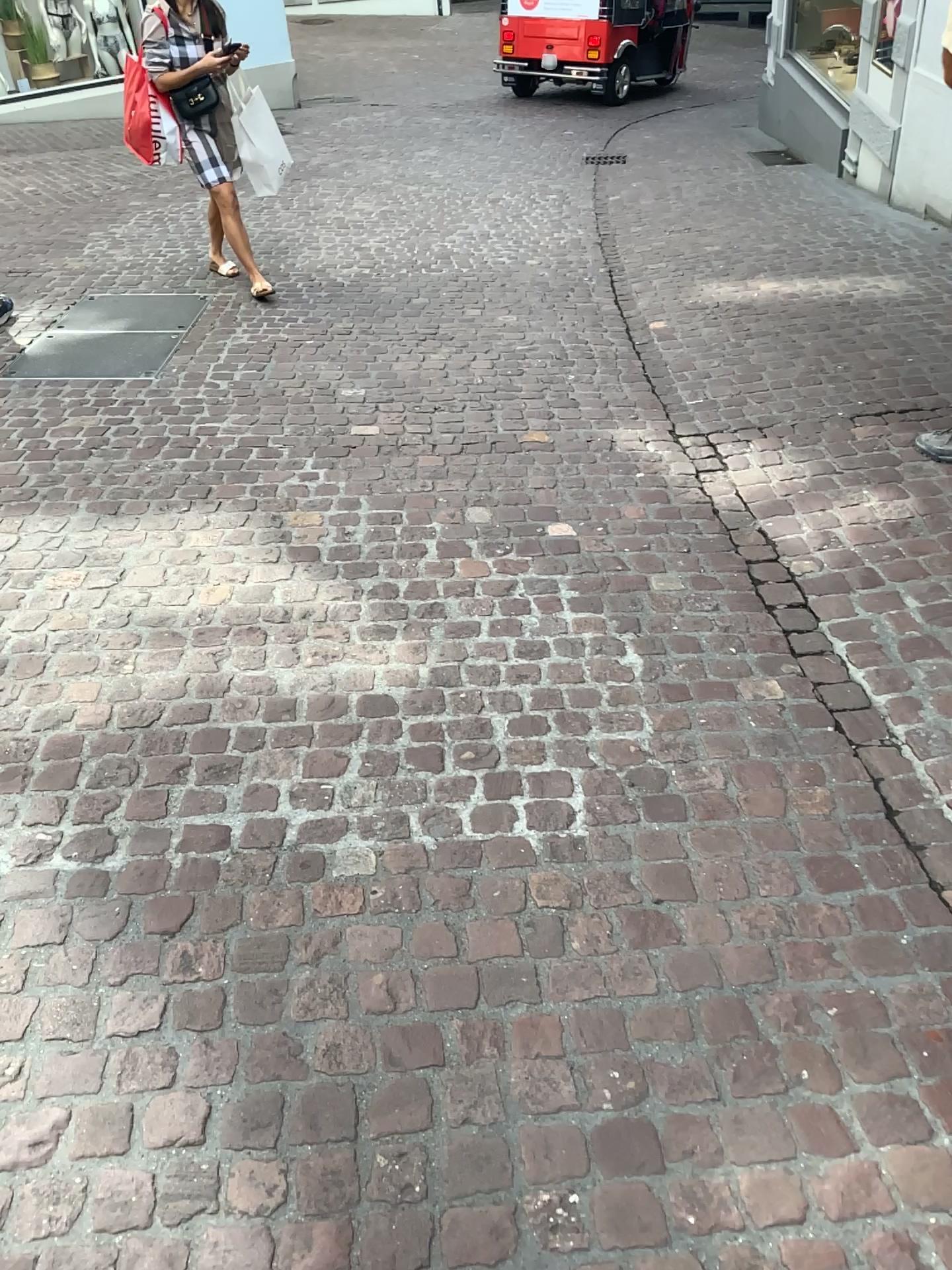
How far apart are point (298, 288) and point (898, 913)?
4.5 meters
